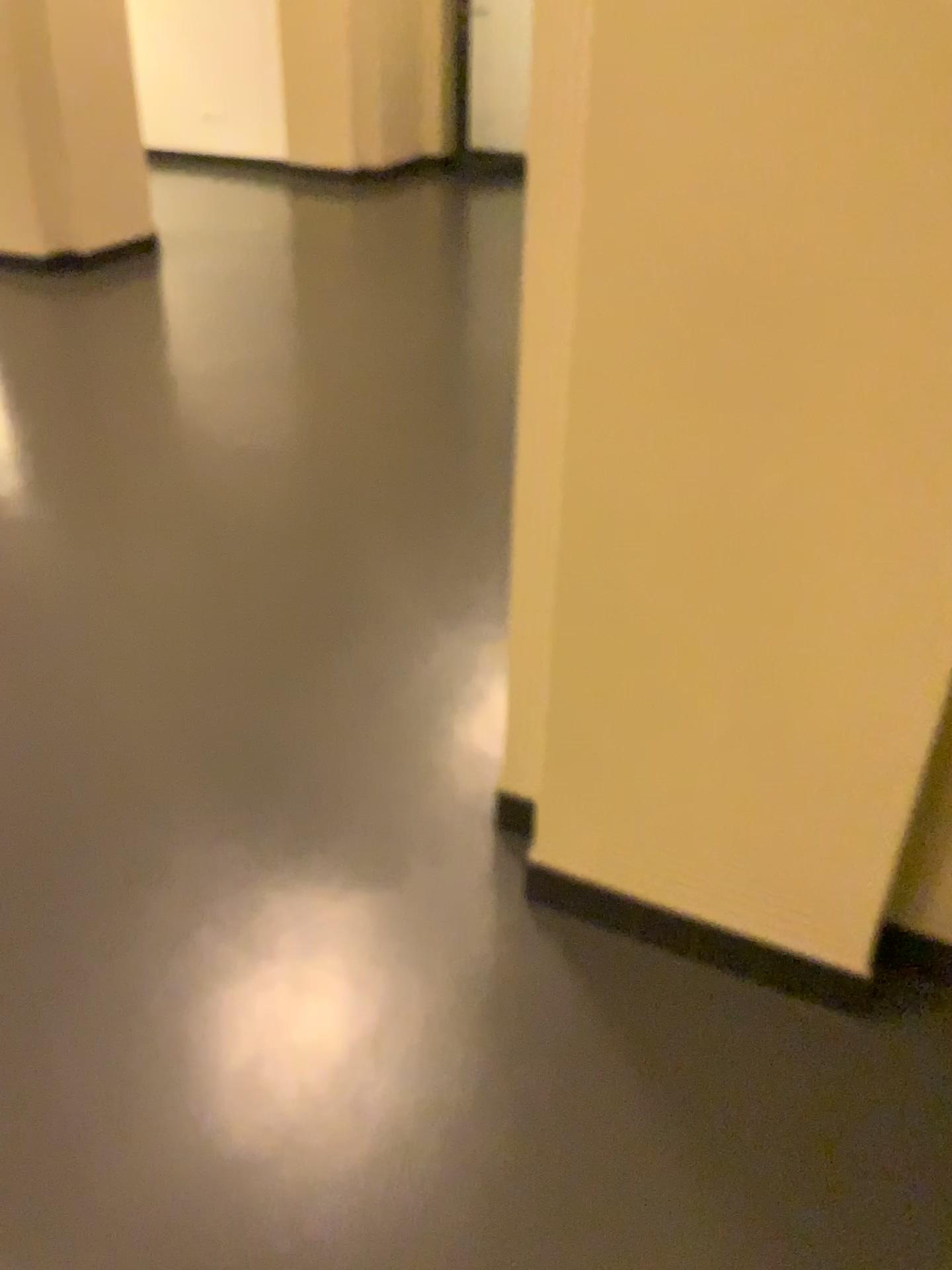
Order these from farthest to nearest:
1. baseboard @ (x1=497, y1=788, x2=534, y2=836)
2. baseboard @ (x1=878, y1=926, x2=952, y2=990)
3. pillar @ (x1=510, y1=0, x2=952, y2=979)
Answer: baseboard @ (x1=497, y1=788, x2=534, y2=836)
baseboard @ (x1=878, y1=926, x2=952, y2=990)
pillar @ (x1=510, y1=0, x2=952, y2=979)

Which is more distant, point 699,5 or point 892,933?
point 892,933

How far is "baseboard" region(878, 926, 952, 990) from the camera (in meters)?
1.59

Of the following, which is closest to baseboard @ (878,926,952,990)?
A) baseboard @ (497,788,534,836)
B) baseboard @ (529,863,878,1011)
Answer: baseboard @ (529,863,878,1011)

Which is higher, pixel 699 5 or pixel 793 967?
pixel 699 5

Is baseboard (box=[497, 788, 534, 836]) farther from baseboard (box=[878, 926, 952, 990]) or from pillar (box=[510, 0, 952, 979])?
baseboard (box=[878, 926, 952, 990])

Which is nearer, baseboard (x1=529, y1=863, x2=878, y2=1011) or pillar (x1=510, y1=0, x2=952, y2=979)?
pillar (x1=510, y1=0, x2=952, y2=979)

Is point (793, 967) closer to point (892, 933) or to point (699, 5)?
point (892, 933)

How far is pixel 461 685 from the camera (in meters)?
2.42

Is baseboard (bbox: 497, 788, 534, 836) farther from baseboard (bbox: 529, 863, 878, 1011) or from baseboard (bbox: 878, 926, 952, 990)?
baseboard (bbox: 878, 926, 952, 990)
